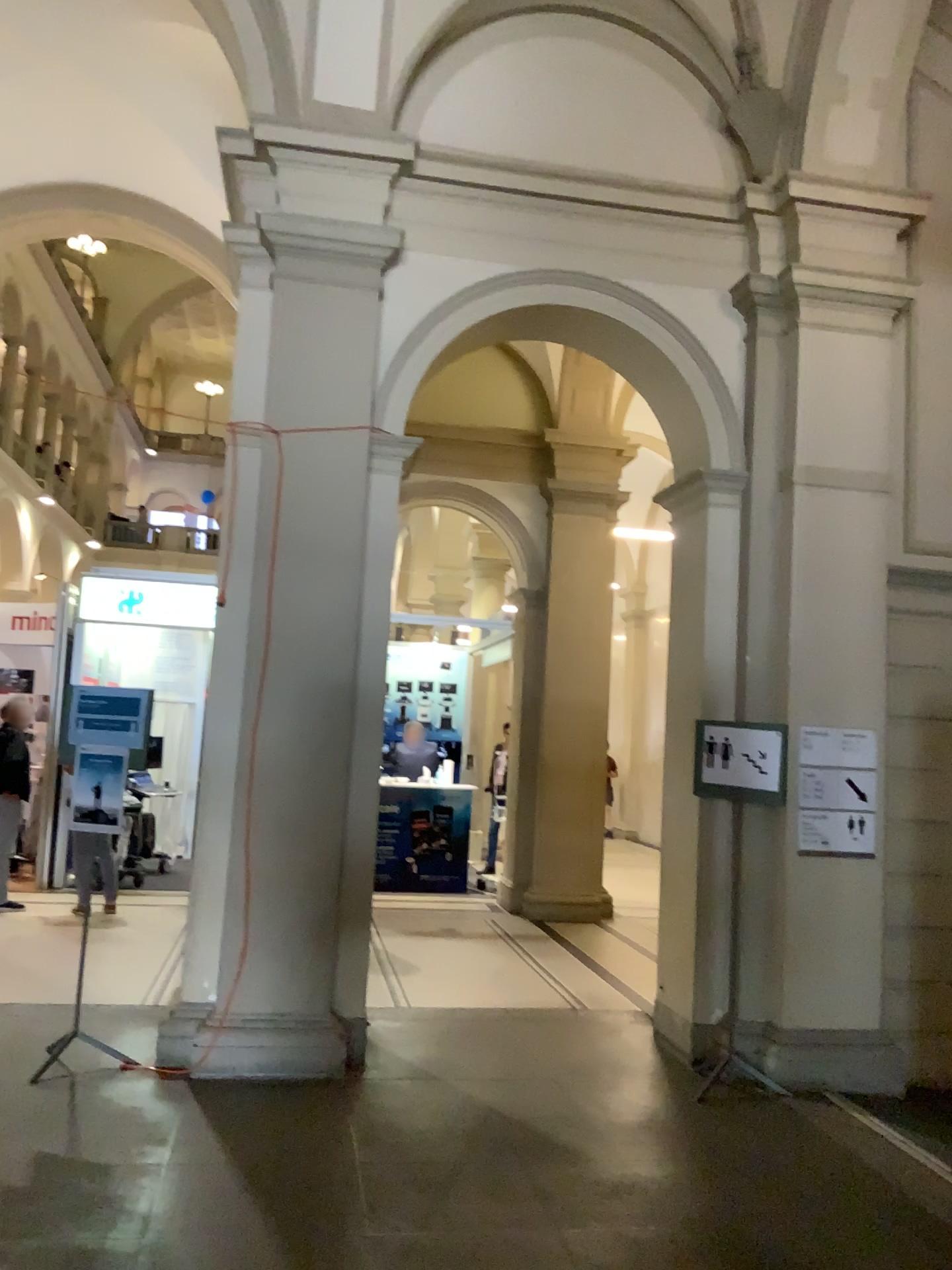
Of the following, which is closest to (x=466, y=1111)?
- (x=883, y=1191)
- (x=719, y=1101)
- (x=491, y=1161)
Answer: (x=491, y=1161)
